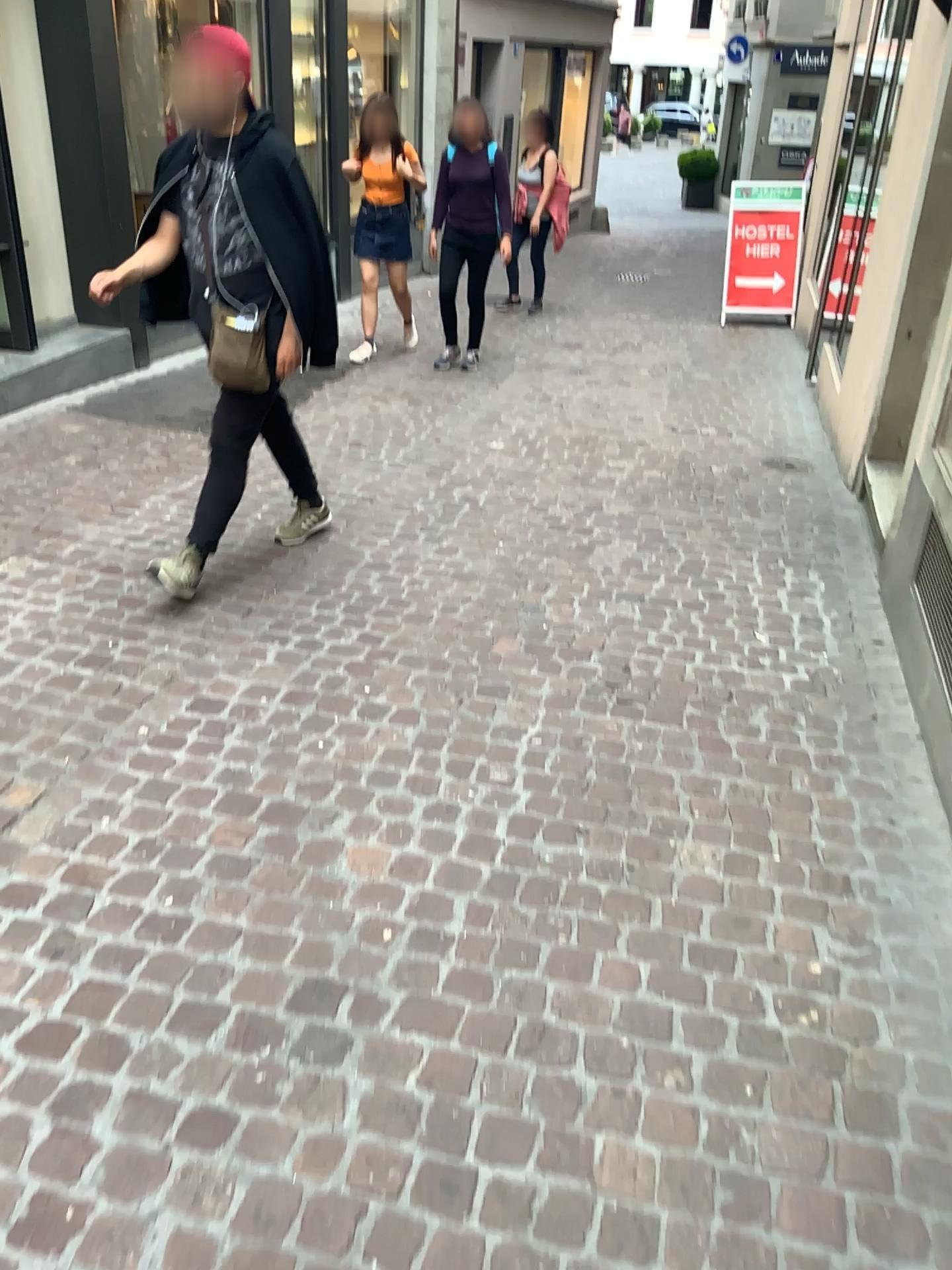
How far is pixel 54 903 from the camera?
2.2m
